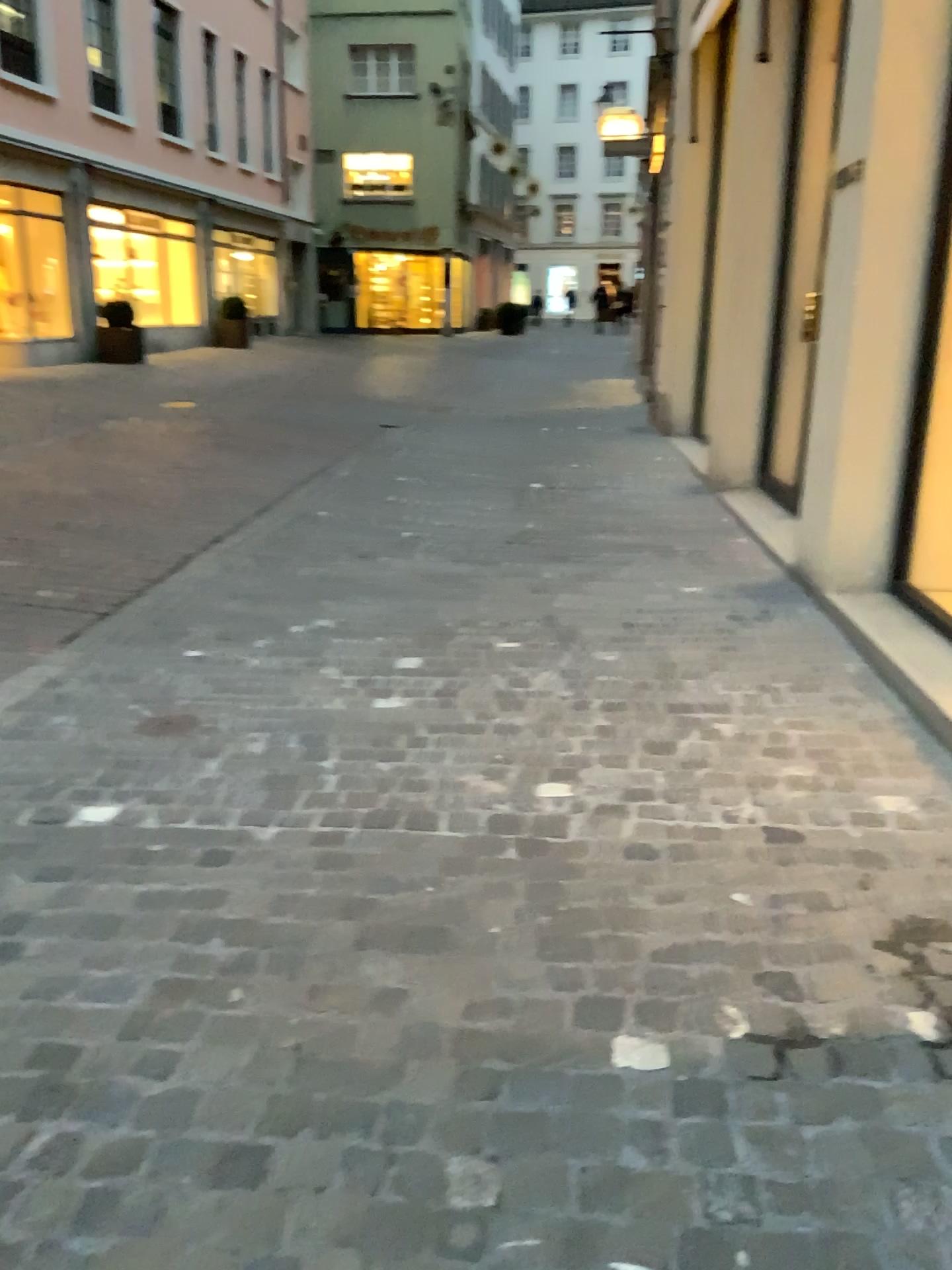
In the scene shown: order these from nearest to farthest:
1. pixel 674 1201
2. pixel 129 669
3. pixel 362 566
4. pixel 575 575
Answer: pixel 674 1201 → pixel 129 669 → pixel 575 575 → pixel 362 566
